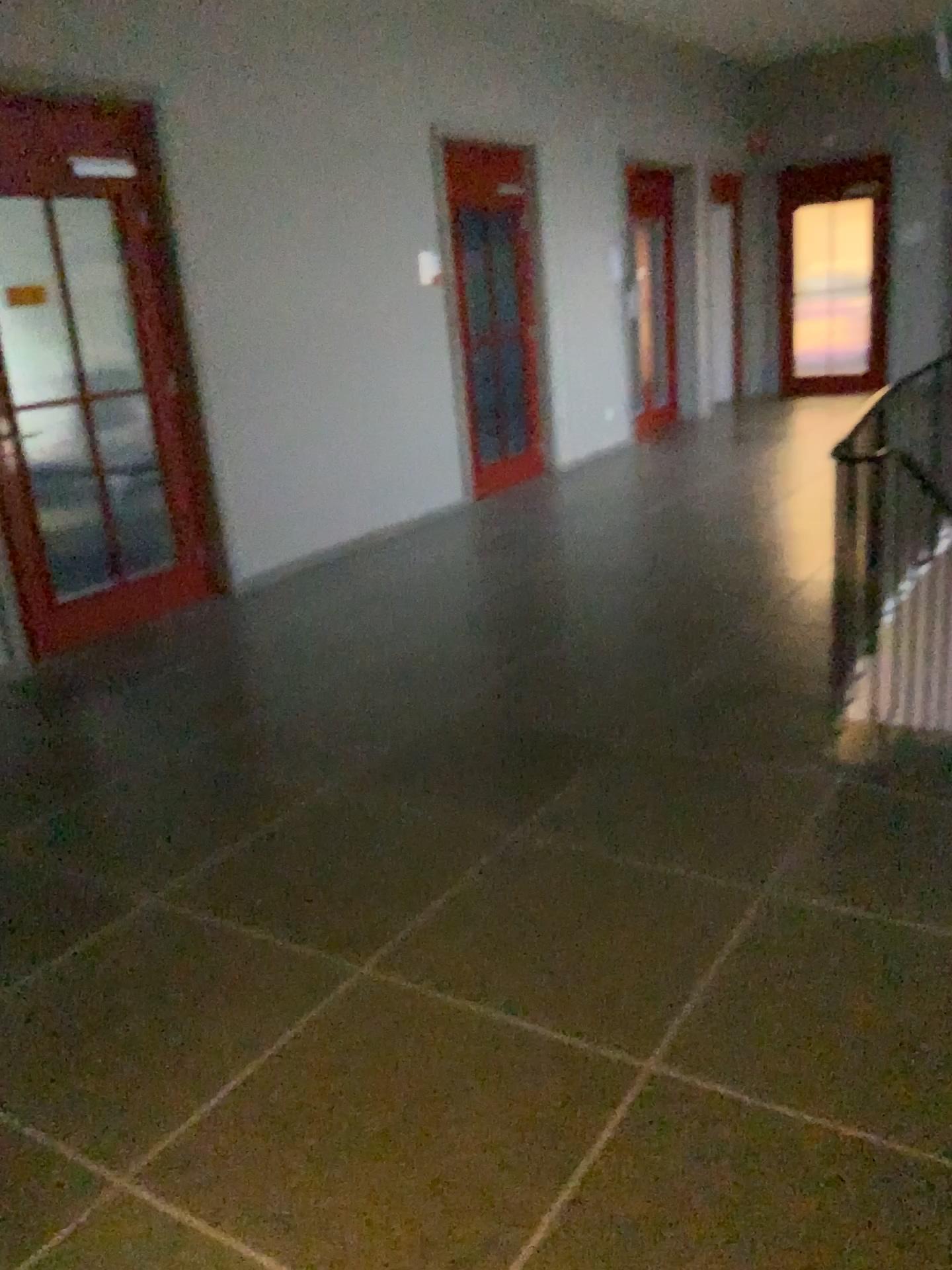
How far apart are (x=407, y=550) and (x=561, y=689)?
2.6 meters
